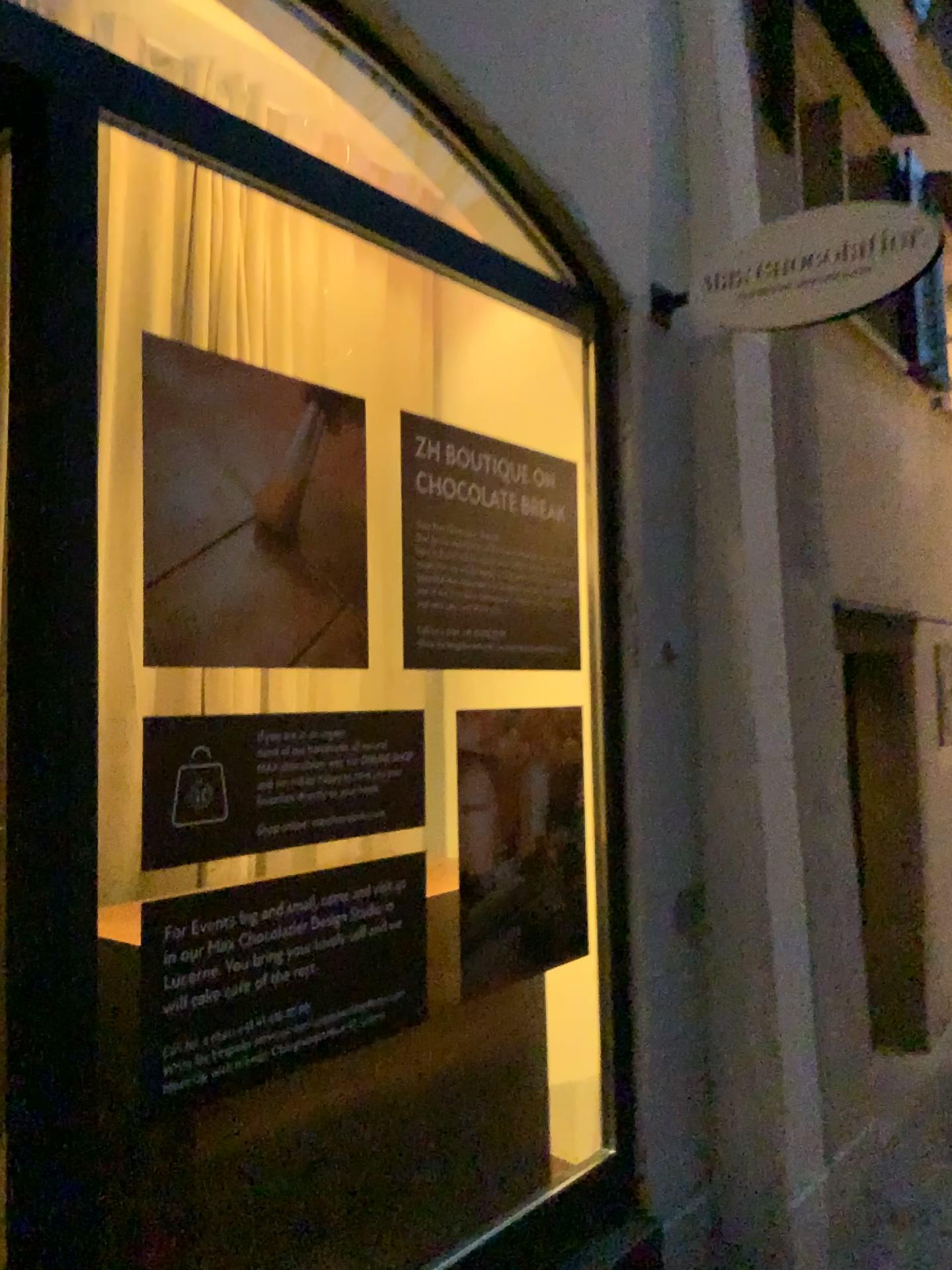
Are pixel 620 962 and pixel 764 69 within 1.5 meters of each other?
no

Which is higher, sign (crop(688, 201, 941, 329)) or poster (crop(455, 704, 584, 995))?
sign (crop(688, 201, 941, 329))

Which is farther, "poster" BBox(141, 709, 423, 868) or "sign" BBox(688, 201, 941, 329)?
"sign" BBox(688, 201, 941, 329)

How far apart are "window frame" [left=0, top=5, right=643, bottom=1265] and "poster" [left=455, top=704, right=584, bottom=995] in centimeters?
85cm

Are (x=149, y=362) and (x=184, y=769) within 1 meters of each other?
yes

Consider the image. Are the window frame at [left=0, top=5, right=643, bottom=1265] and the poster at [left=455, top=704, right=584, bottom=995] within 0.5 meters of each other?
no

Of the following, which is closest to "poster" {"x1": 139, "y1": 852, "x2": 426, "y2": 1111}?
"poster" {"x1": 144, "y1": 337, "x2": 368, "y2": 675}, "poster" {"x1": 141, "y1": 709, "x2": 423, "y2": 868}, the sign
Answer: "poster" {"x1": 141, "y1": 709, "x2": 423, "y2": 868}

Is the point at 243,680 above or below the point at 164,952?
above

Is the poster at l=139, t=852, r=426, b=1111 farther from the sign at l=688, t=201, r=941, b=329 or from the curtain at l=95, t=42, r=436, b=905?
the sign at l=688, t=201, r=941, b=329

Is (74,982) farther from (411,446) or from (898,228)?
(898,228)
